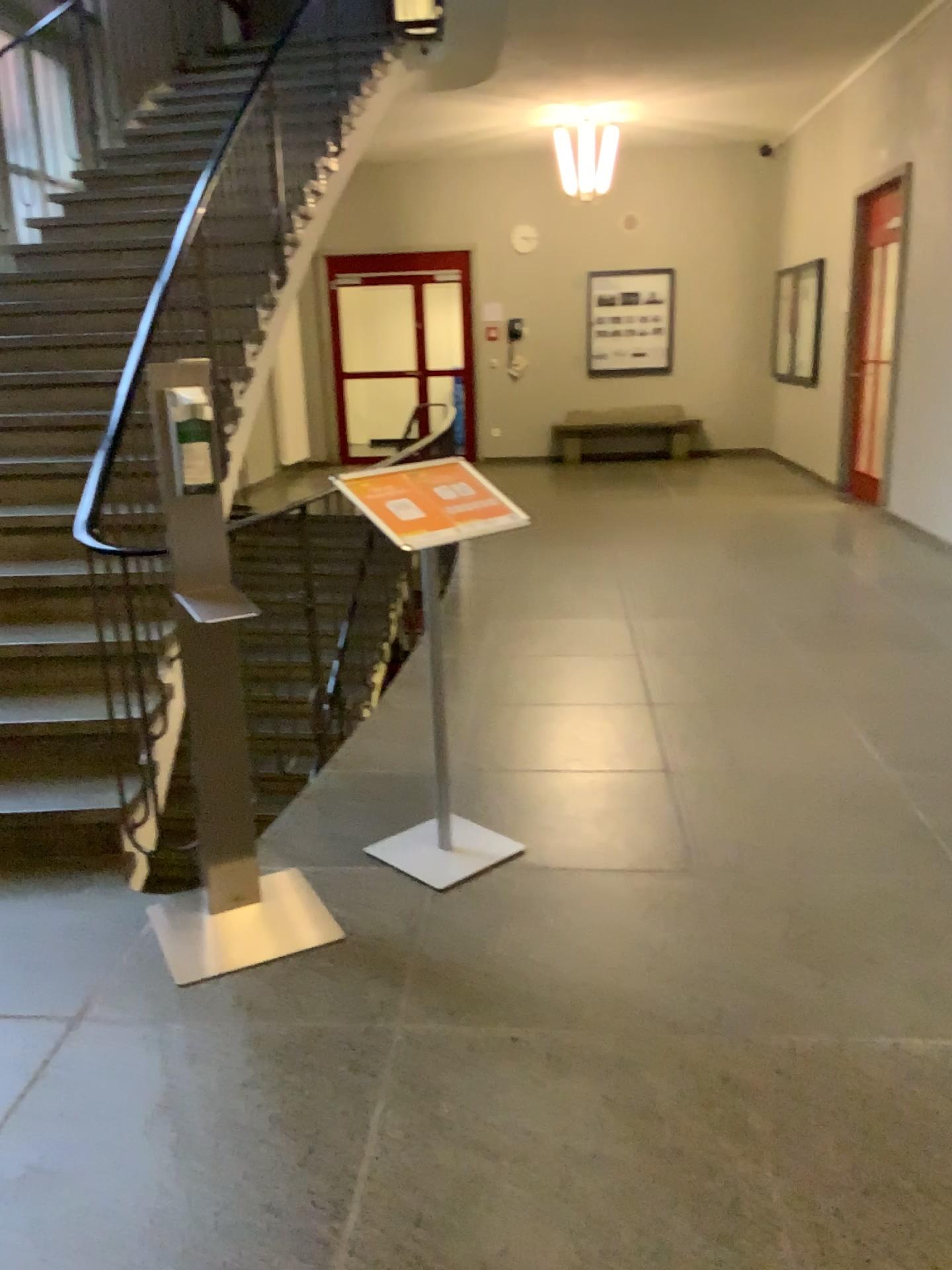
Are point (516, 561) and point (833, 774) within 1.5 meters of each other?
no
